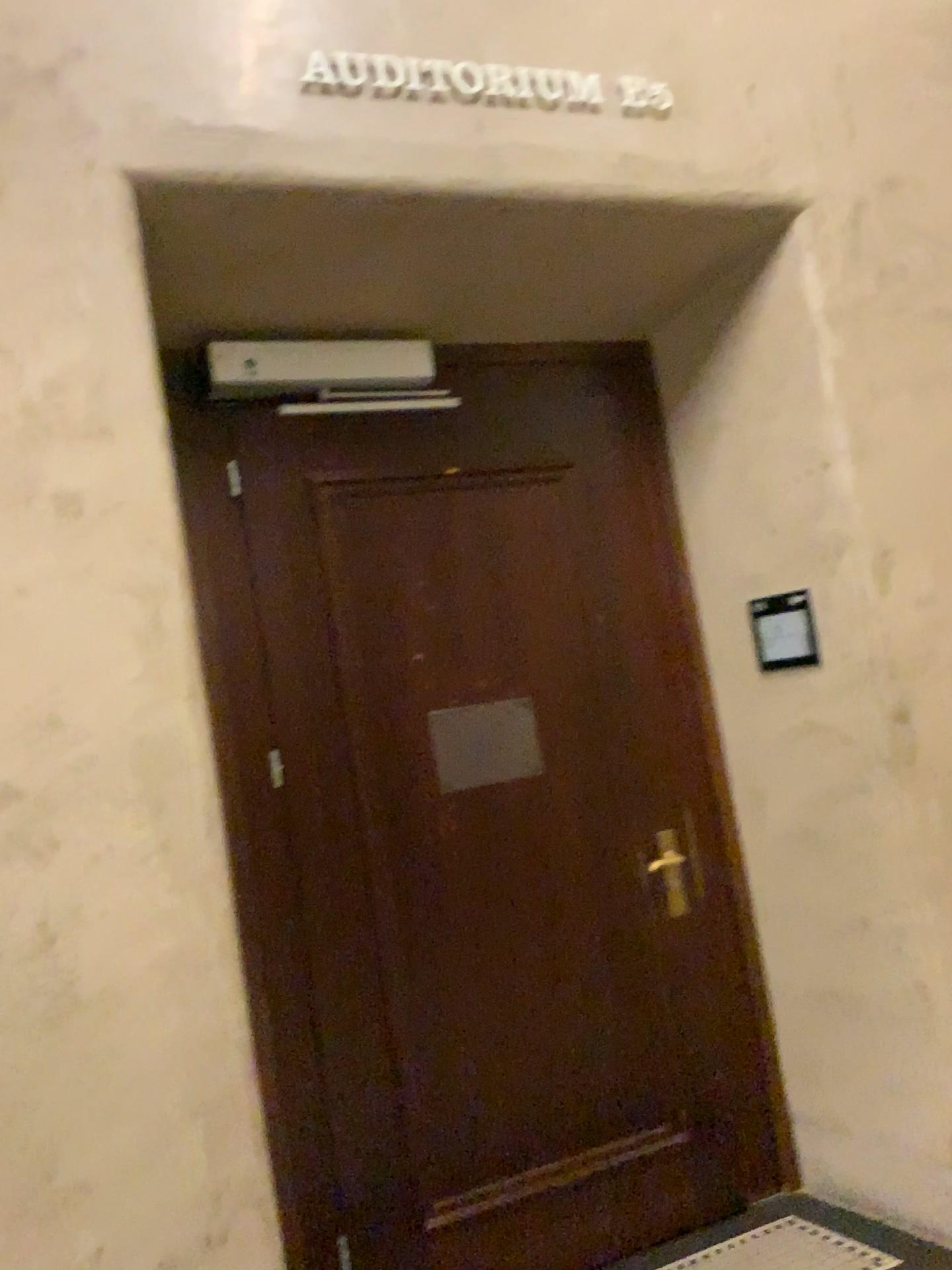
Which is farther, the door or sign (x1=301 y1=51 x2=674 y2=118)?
the door

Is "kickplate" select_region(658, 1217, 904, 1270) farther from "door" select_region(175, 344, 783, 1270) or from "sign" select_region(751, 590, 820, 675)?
"sign" select_region(751, 590, 820, 675)

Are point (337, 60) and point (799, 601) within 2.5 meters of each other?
yes

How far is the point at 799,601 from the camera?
2.9m

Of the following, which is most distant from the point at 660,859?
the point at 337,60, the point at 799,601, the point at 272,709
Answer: the point at 337,60

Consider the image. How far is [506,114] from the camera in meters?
2.5

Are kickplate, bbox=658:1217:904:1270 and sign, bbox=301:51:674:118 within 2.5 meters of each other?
no

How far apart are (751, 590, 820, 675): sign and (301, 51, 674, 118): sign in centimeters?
130cm

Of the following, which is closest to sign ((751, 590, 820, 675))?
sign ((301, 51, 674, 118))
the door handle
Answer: the door handle

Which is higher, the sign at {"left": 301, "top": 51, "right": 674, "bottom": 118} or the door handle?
the sign at {"left": 301, "top": 51, "right": 674, "bottom": 118}
